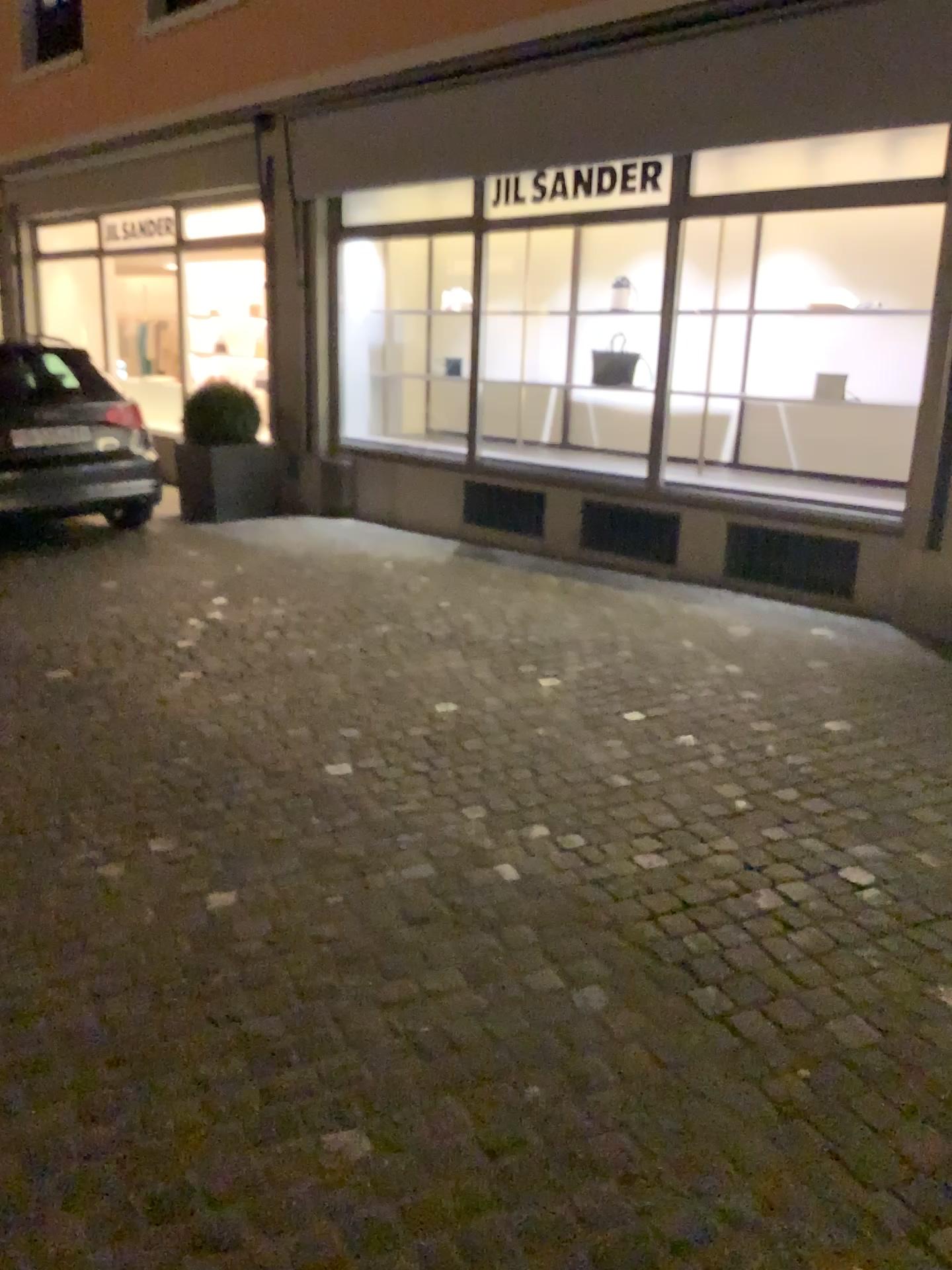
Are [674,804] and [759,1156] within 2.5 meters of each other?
yes
